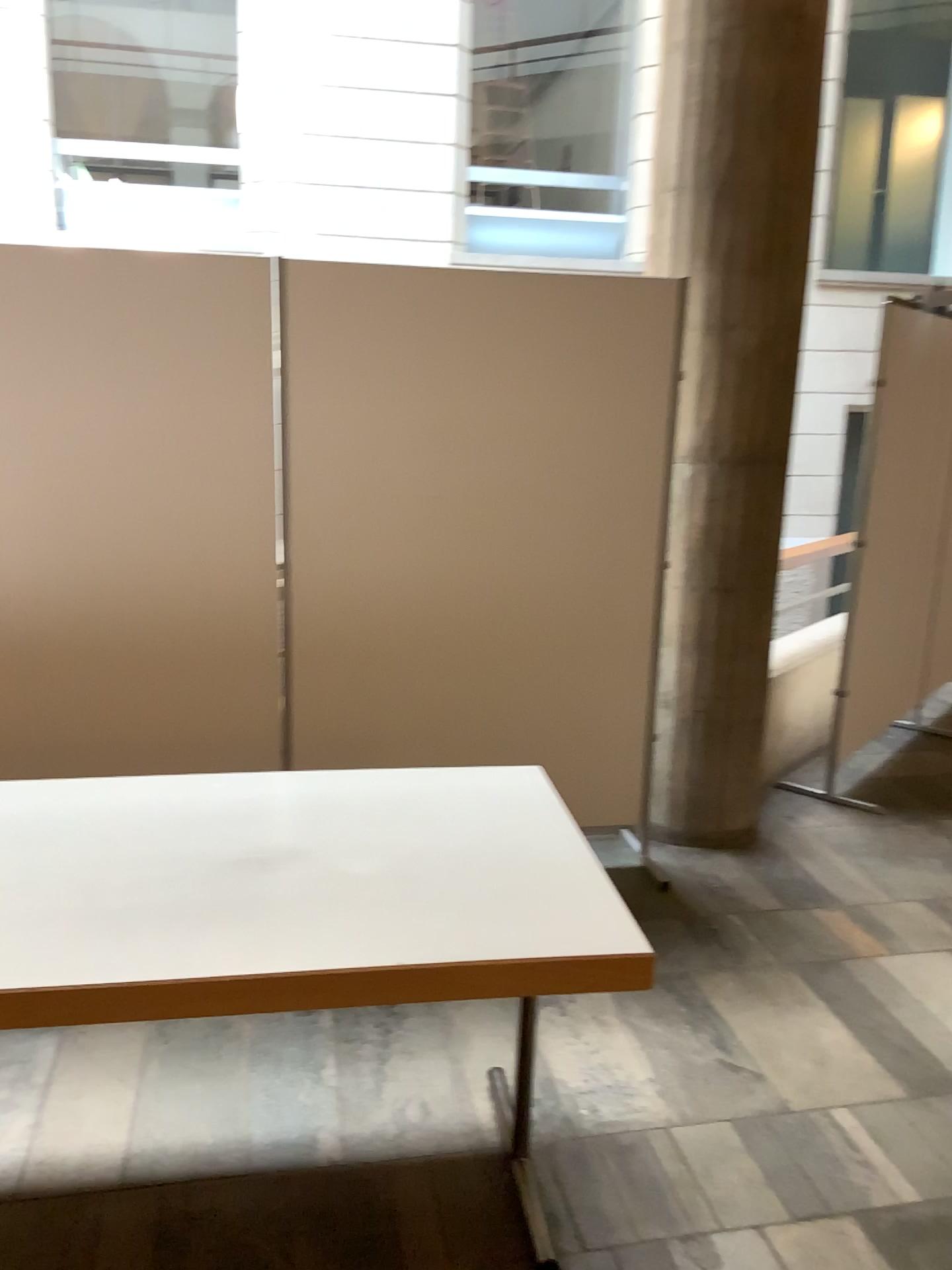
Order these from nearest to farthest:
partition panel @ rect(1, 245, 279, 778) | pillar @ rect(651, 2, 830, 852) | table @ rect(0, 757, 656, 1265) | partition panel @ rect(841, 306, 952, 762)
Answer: table @ rect(0, 757, 656, 1265) → partition panel @ rect(1, 245, 279, 778) → pillar @ rect(651, 2, 830, 852) → partition panel @ rect(841, 306, 952, 762)

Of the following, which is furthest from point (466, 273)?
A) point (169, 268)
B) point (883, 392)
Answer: point (883, 392)

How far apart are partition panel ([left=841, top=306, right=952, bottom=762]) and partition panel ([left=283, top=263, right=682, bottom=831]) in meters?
1.2

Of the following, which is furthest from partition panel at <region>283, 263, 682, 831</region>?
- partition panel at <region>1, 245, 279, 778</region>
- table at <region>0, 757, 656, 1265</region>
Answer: table at <region>0, 757, 656, 1265</region>

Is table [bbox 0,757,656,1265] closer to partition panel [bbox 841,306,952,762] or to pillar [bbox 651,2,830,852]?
pillar [bbox 651,2,830,852]

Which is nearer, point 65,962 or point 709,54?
point 65,962

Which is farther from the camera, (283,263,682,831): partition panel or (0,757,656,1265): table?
(283,263,682,831): partition panel

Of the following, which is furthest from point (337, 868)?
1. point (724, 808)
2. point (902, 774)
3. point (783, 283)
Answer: point (902, 774)

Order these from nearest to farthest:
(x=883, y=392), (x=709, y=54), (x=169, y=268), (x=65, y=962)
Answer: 1. (x=65, y=962)
2. (x=169, y=268)
3. (x=709, y=54)
4. (x=883, y=392)

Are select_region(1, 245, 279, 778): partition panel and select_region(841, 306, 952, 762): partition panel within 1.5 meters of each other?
no
